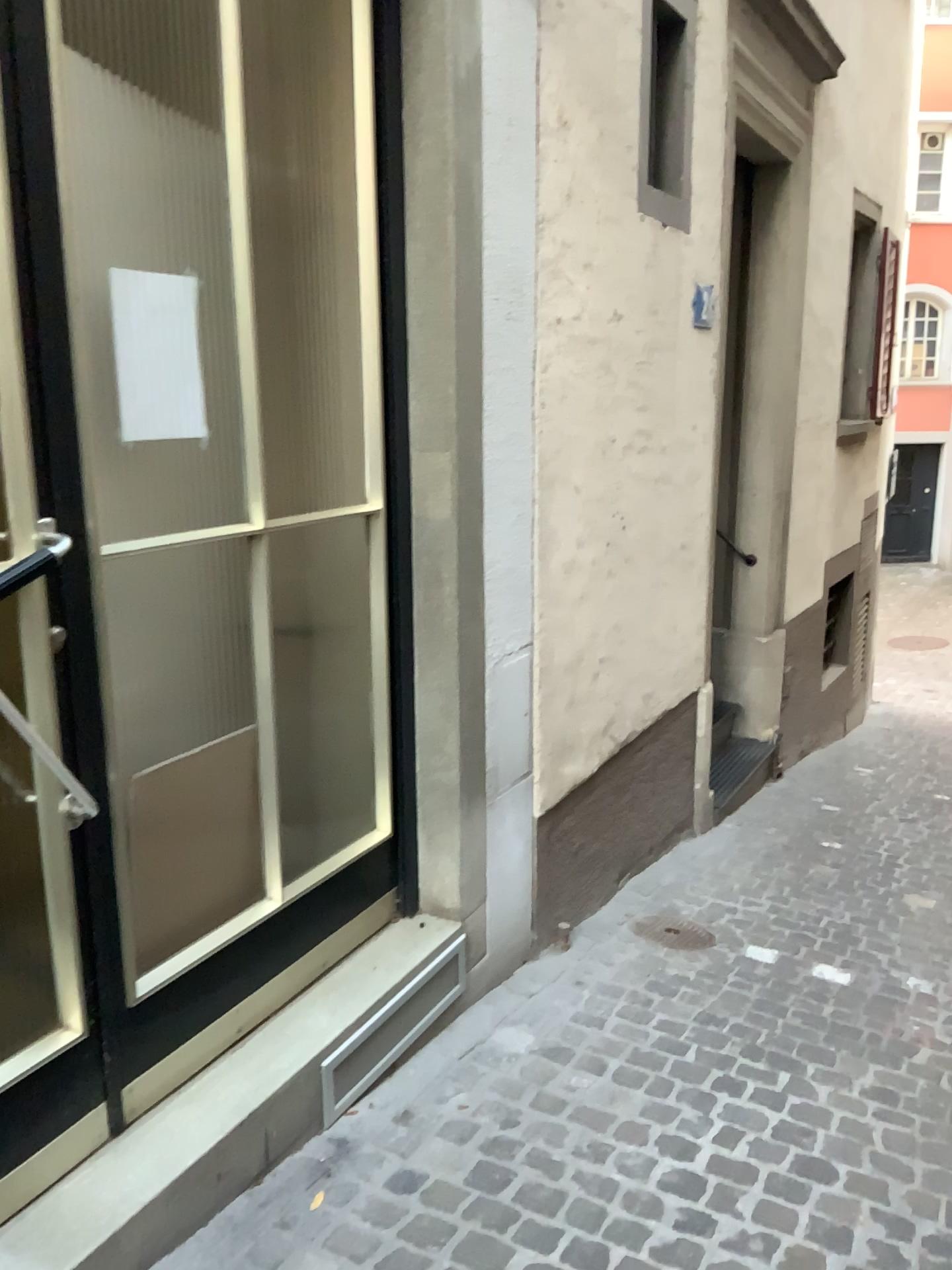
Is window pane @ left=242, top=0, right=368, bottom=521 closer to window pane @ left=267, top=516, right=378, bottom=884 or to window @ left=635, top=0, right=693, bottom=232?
window pane @ left=267, top=516, right=378, bottom=884

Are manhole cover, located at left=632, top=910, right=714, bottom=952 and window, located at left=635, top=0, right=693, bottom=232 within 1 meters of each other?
no

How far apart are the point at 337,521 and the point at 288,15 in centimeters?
122cm

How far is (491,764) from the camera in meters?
2.9

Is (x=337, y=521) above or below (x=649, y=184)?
below

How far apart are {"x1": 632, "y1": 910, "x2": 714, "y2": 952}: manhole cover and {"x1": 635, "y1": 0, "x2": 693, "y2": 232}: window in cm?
247

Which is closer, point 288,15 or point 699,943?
point 288,15

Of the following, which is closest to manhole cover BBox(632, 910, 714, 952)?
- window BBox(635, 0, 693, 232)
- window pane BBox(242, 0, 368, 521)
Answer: window pane BBox(242, 0, 368, 521)

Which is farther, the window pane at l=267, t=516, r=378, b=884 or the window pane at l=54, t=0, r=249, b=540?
the window pane at l=267, t=516, r=378, b=884

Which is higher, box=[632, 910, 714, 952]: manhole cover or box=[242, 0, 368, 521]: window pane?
box=[242, 0, 368, 521]: window pane
